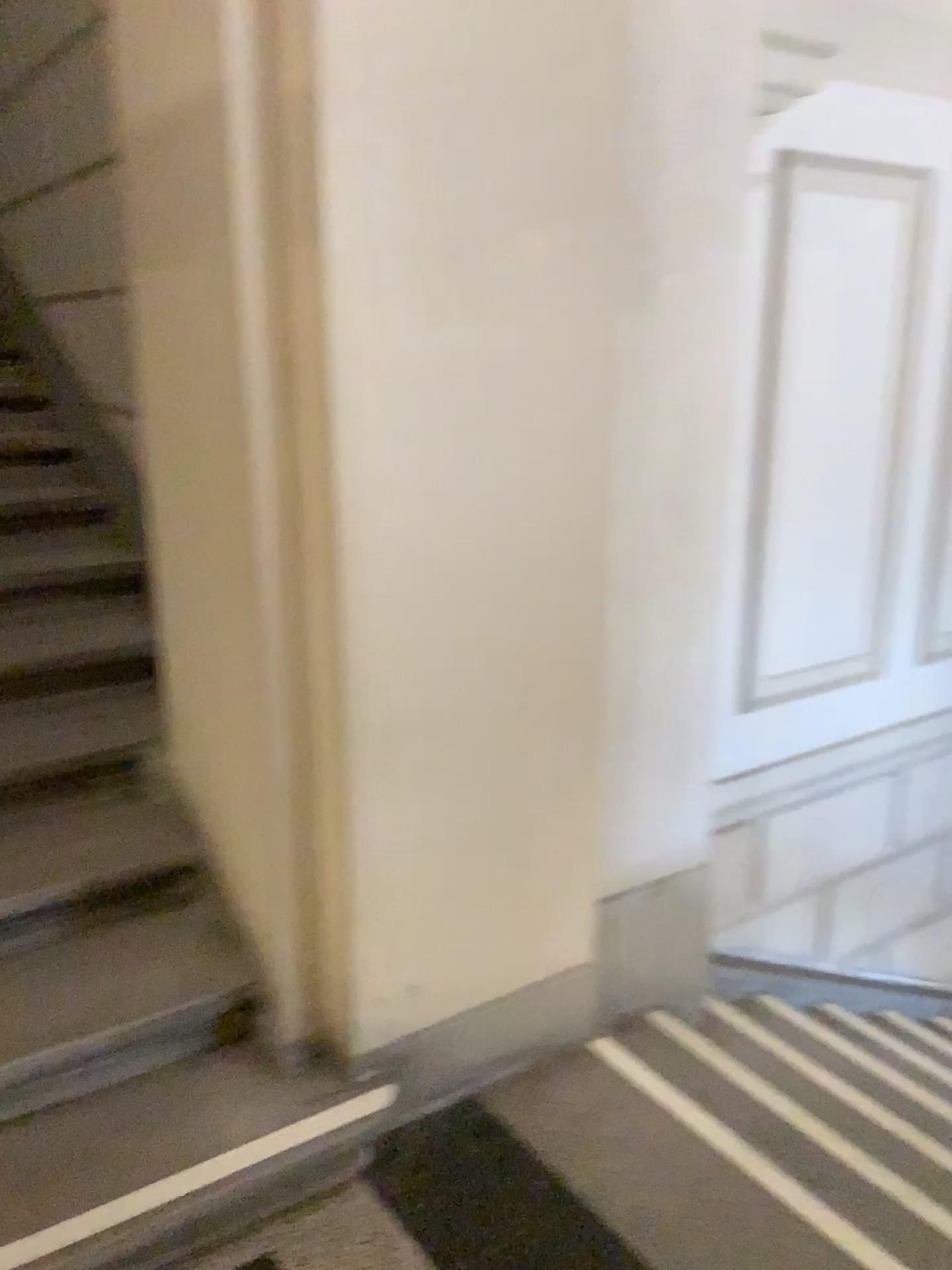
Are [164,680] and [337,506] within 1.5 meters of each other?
yes

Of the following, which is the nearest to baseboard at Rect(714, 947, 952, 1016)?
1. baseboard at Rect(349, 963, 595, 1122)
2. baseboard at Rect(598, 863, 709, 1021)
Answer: baseboard at Rect(598, 863, 709, 1021)

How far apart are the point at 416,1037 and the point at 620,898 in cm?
67

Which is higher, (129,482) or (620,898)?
(129,482)

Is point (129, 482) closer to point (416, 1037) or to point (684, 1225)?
point (416, 1037)

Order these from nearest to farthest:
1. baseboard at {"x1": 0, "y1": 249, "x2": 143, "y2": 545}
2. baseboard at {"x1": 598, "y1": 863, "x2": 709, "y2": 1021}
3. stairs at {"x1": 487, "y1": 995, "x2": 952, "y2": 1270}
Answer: stairs at {"x1": 487, "y1": 995, "x2": 952, "y2": 1270} < baseboard at {"x1": 598, "y1": 863, "x2": 709, "y2": 1021} < baseboard at {"x1": 0, "y1": 249, "x2": 143, "y2": 545}

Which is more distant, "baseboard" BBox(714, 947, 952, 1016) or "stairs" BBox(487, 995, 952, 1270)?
A: "baseboard" BBox(714, 947, 952, 1016)

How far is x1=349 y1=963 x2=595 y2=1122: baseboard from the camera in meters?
Answer: 2.0

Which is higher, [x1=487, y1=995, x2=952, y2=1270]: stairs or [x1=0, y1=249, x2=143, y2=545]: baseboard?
[x1=0, y1=249, x2=143, y2=545]: baseboard

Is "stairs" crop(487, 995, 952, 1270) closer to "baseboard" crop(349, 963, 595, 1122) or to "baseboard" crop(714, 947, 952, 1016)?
"baseboard" crop(349, 963, 595, 1122)
